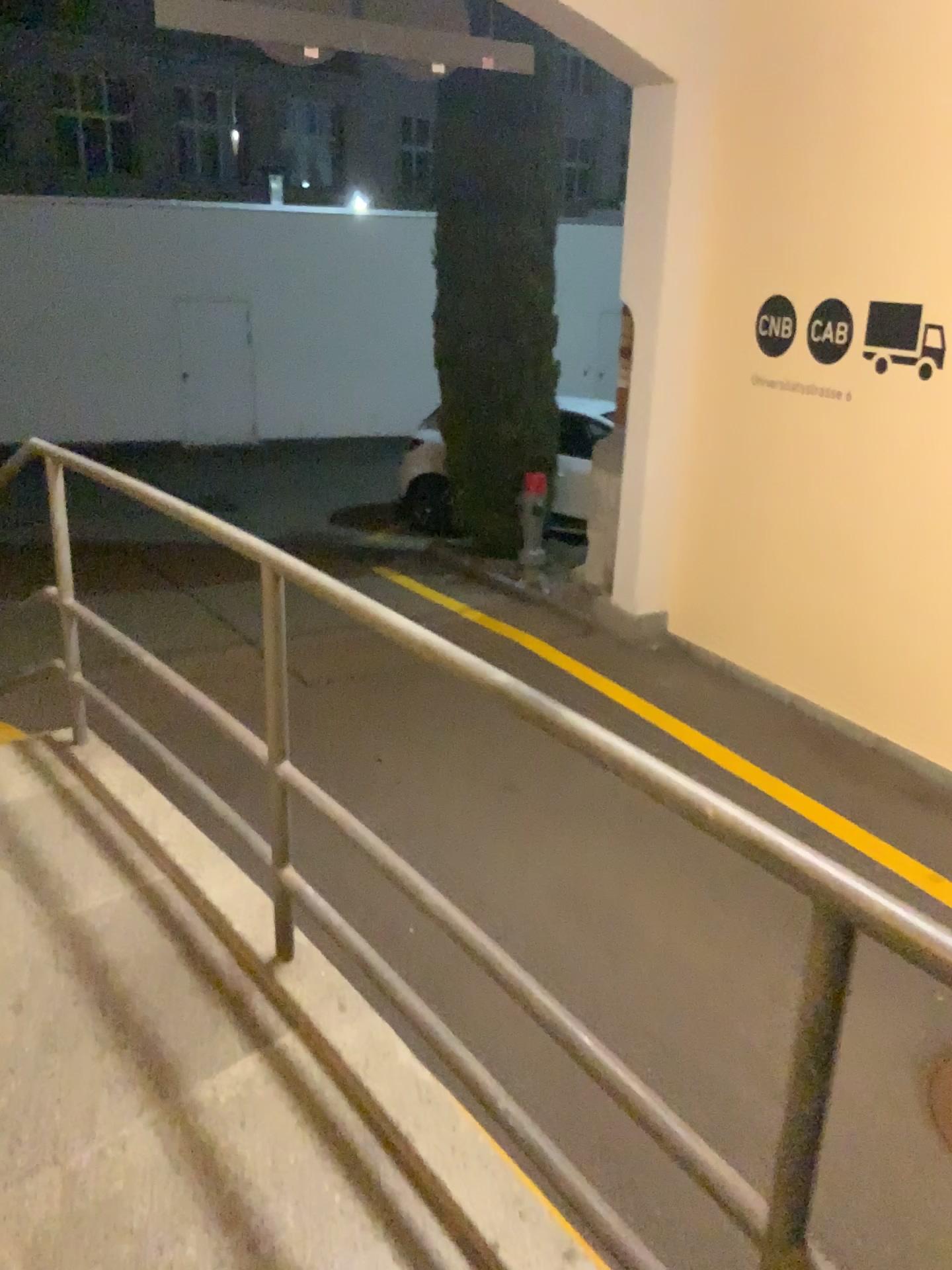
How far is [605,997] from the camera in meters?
3.6 m
